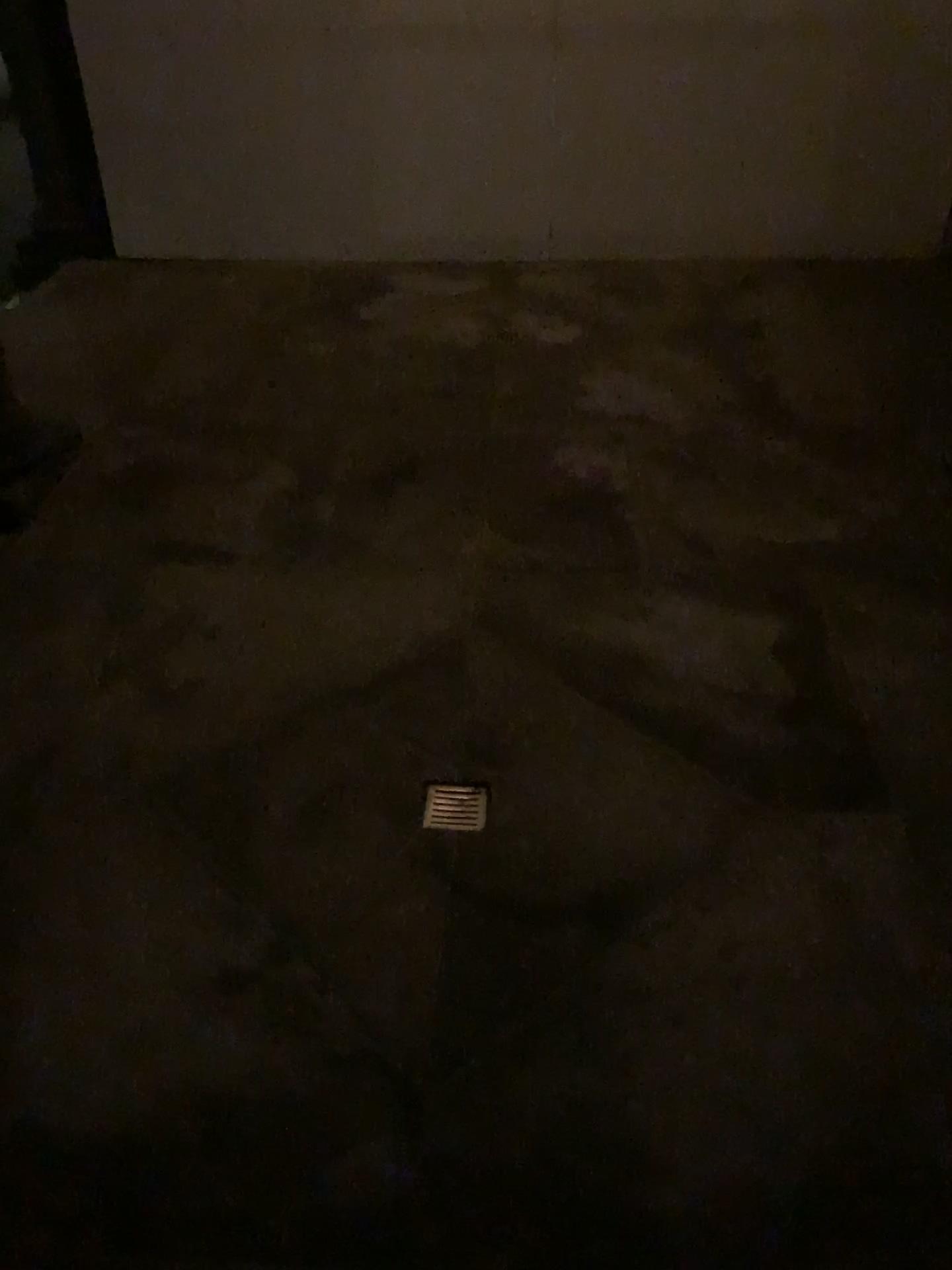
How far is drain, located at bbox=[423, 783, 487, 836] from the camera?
2.3 meters

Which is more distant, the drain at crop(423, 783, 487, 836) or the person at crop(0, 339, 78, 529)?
the person at crop(0, 339, 78, 529)

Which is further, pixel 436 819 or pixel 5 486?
pixel 5 486

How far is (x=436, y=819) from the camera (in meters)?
2.31

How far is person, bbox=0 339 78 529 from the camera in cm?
347

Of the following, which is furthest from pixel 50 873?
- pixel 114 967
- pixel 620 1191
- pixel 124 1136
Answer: pixel 620 1191

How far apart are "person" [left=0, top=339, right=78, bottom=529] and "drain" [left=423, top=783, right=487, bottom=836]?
1.90m

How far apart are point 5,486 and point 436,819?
2.07m
